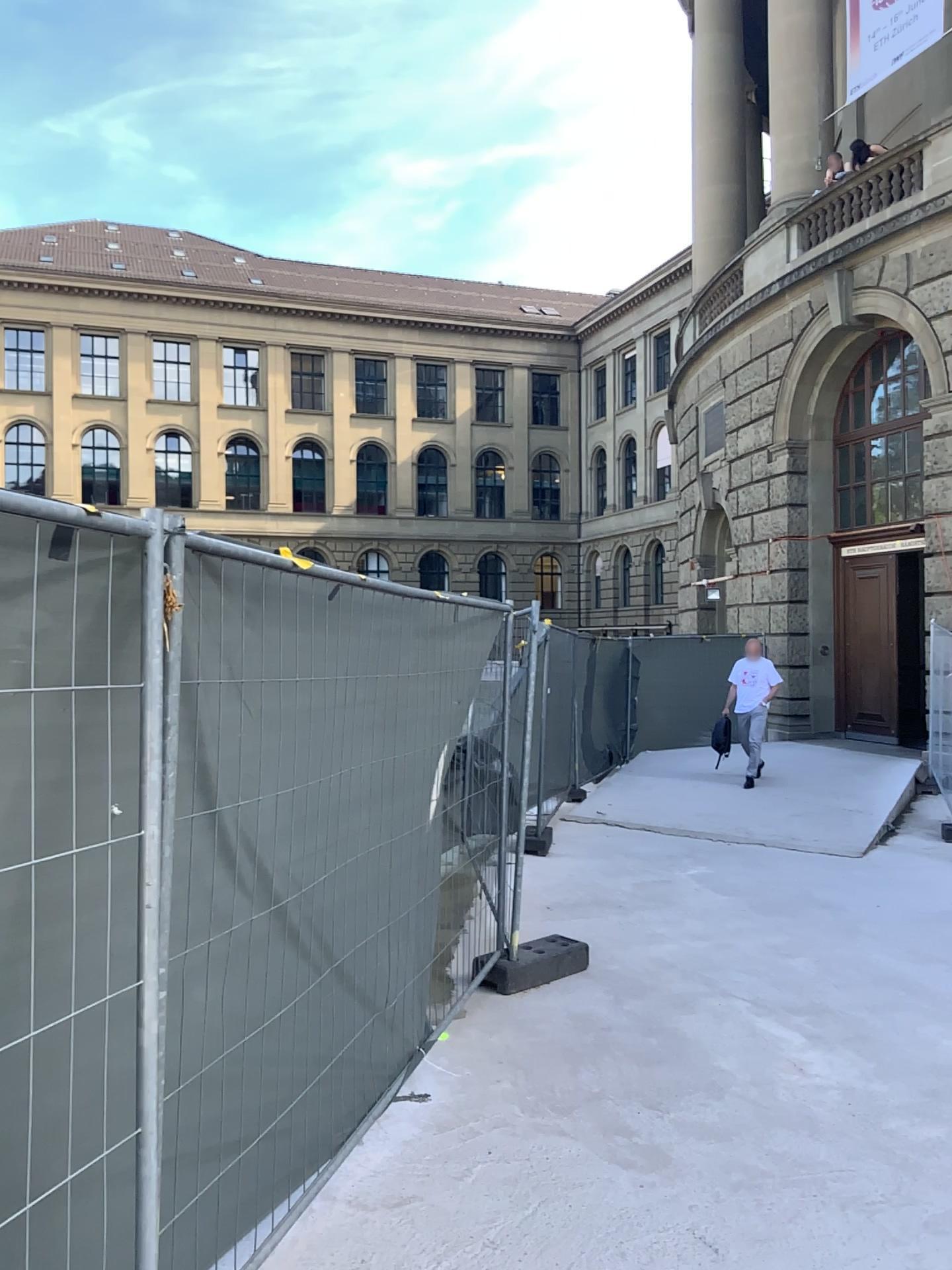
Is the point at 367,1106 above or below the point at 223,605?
below
